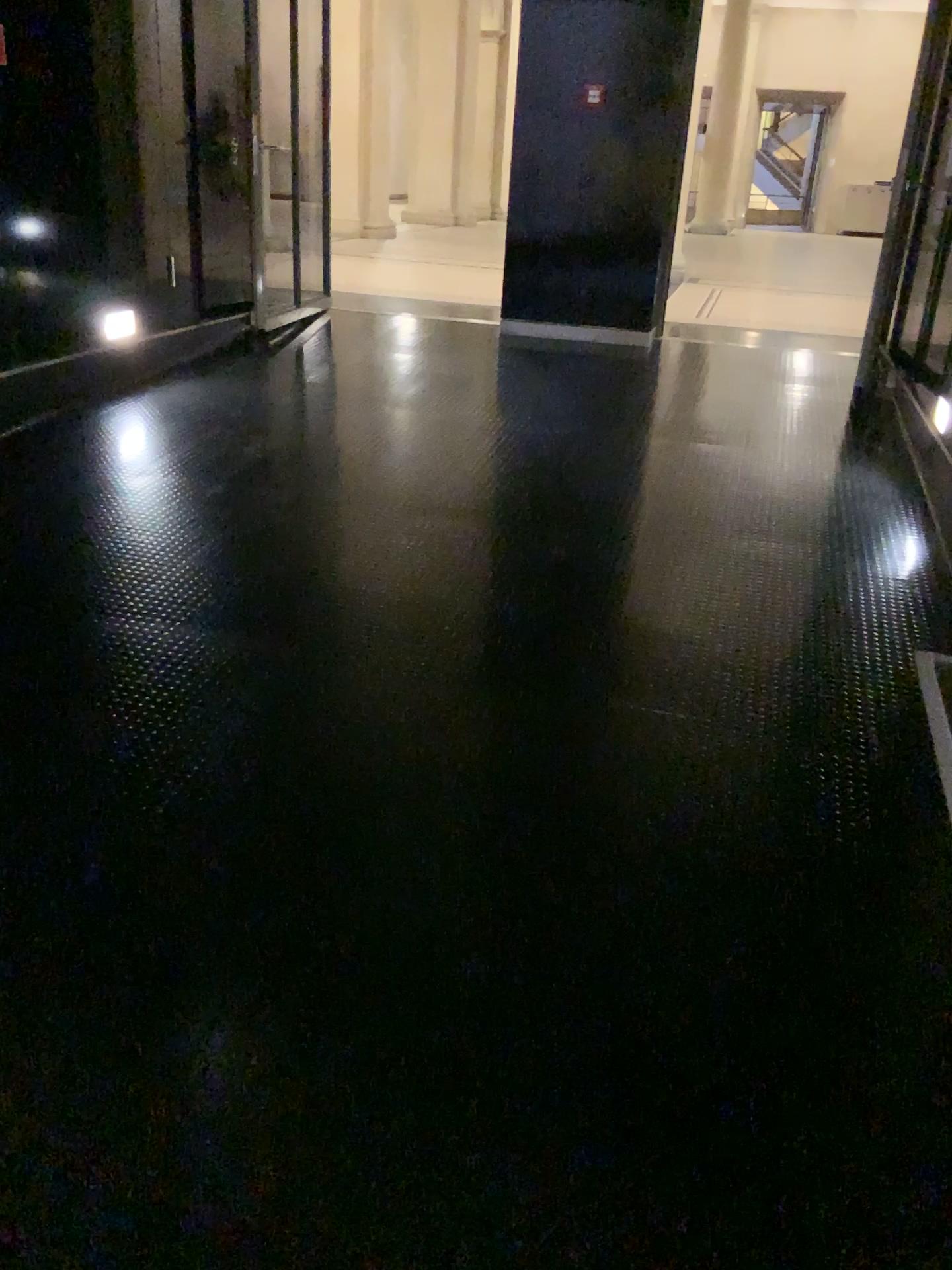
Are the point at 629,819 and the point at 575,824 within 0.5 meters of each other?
yes
